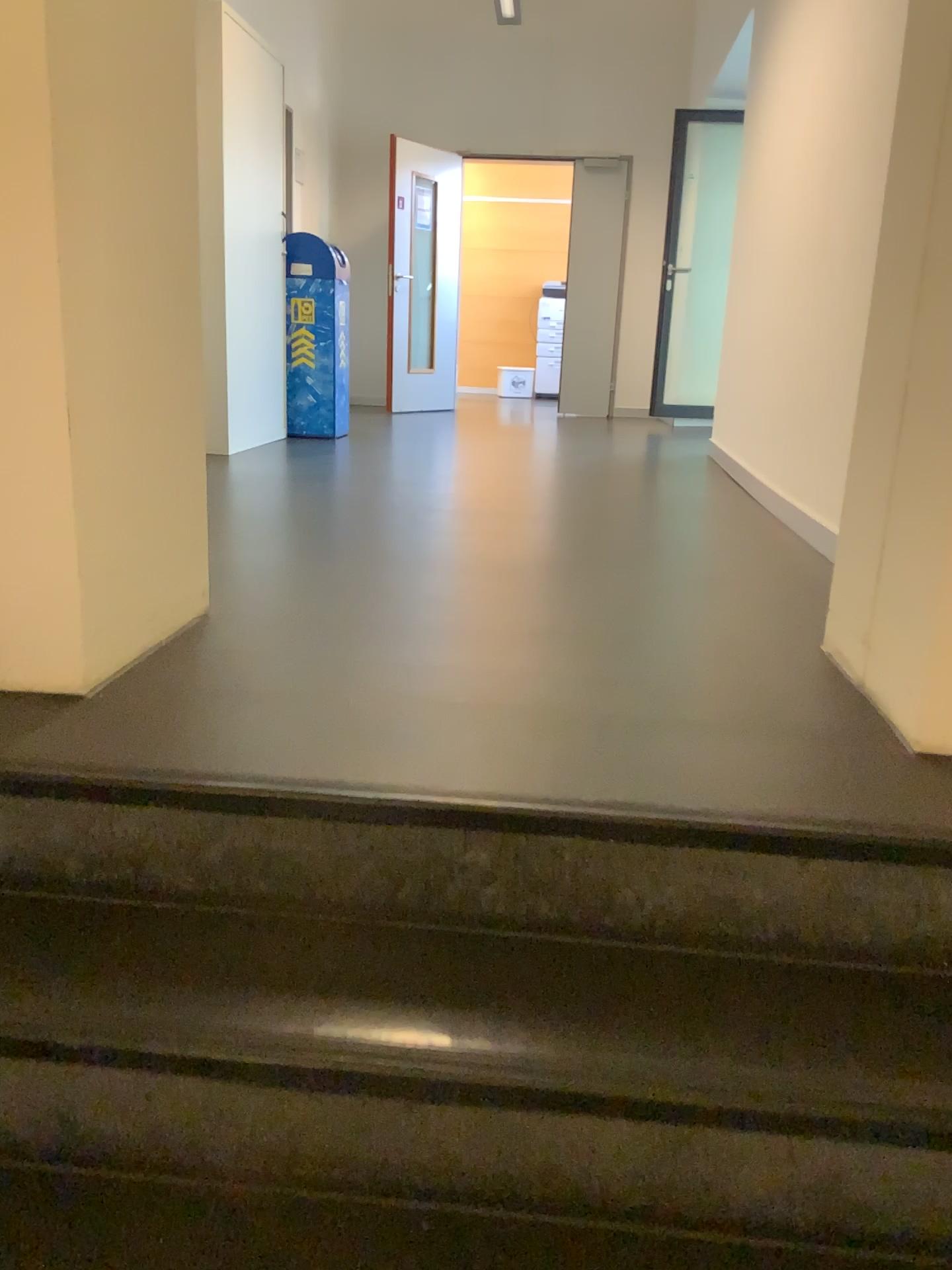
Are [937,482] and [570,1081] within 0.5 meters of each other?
no

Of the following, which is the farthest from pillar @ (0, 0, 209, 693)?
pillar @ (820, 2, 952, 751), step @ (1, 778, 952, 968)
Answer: pillar @ (820, 2, 952, 751)

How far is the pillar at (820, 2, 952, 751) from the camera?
1.6m

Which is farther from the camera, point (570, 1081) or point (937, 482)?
point (937, 482)

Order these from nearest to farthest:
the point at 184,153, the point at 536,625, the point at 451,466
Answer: the point at 184,153
the point at 536,625
the point at 451,466

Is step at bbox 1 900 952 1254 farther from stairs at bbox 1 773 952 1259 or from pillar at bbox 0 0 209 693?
pillar at bbox 0 0 209 693

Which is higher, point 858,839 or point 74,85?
point 74,85

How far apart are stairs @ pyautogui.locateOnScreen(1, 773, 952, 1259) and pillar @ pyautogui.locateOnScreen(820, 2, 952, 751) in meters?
0.3

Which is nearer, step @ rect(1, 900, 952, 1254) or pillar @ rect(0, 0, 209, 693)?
step @ rect(1, 900, 952, 1254)

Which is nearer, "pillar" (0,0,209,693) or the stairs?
the stairs
